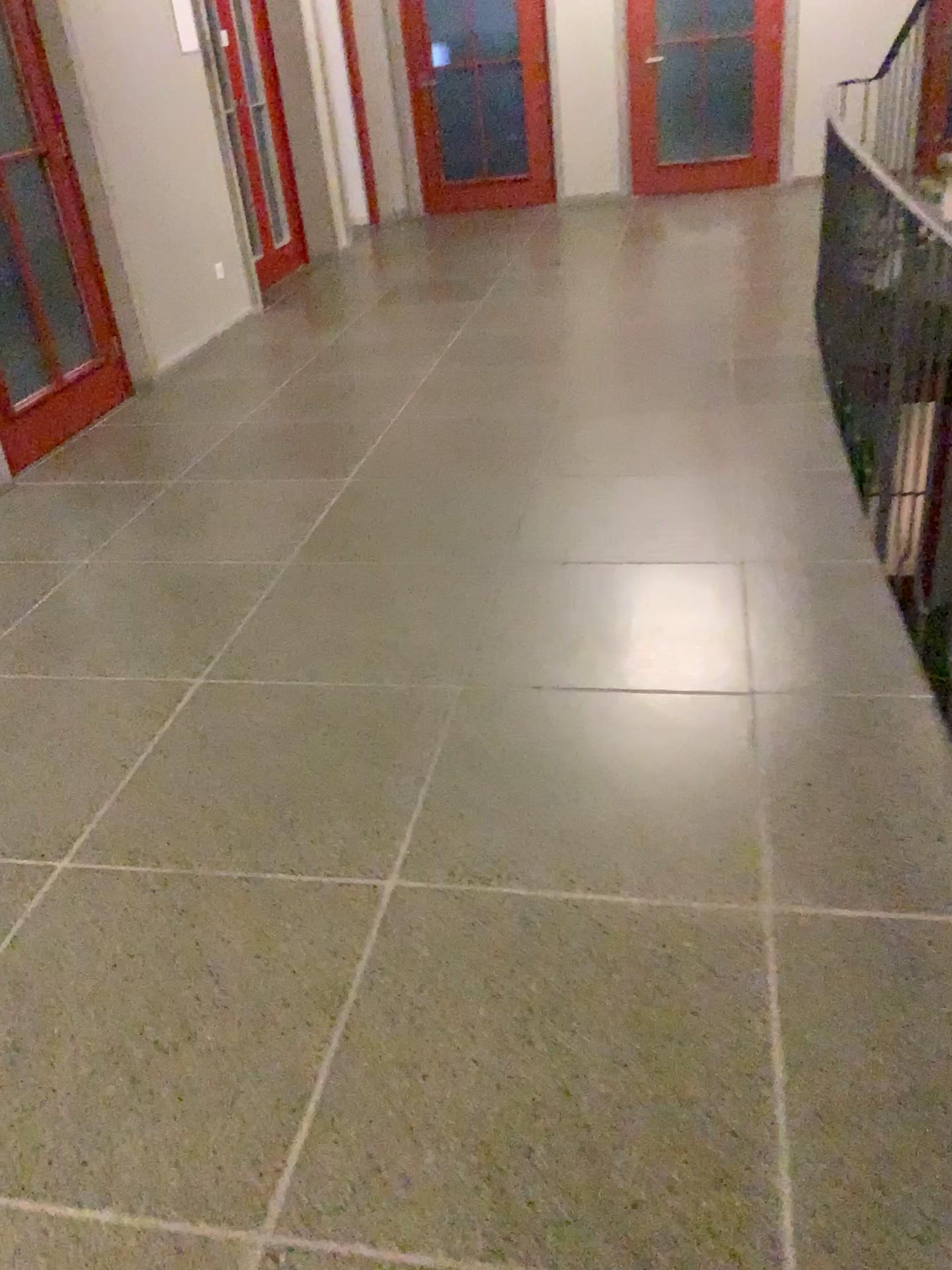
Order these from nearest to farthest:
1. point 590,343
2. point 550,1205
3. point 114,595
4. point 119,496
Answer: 1. point 550,1205
2. point 114,595
3. point 119,496
4. point 590,343

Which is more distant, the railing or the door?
the door

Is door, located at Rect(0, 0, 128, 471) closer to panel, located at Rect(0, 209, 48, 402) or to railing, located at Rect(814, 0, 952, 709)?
panel, located at Rect(0, 209, 48, 402)

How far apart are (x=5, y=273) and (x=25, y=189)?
0.37m

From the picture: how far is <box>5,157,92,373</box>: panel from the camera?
4.2m

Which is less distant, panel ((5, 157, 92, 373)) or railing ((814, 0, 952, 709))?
railing ((814, 0, 952, 709))

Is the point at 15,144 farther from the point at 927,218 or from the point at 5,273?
the point at 927,218

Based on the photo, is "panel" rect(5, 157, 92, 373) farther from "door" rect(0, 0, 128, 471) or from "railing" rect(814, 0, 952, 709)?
"railing" rect(814, 0, 952, 709)

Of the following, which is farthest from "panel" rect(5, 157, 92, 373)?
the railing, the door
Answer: the railing

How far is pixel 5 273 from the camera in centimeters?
416cm
